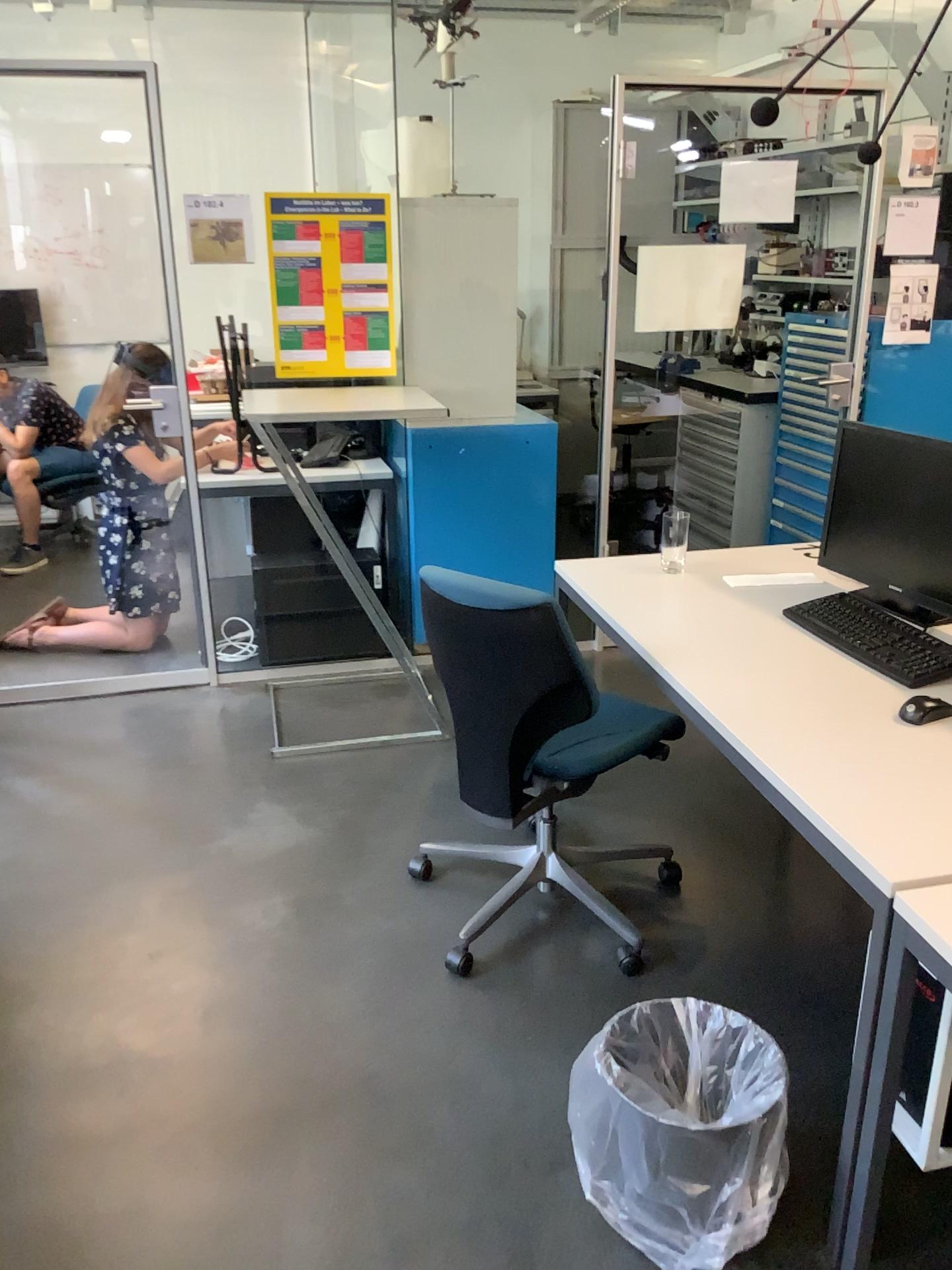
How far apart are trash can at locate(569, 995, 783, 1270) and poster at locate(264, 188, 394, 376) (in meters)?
2.53

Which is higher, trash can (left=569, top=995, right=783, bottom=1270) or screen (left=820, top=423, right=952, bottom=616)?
screen (left=820, top=423, right=952, bottom=616)

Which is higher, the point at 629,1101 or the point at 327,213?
the point at 327,213

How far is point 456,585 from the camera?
2.10m

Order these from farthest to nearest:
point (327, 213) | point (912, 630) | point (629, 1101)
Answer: point (327, 213), point (912, 630), point (629, 1101)

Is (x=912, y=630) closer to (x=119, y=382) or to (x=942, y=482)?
(x=942, y=482)

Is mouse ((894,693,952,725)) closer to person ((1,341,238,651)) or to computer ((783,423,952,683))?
computer ((783,423,952,683))

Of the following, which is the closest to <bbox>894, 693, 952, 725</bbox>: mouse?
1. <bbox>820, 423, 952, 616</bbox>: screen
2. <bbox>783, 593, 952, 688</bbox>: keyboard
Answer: <bbox>783, 593, 952, 688</bbox>: keyboard

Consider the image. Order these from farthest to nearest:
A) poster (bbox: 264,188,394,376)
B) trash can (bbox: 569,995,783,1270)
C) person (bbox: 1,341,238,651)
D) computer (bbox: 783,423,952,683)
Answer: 1. person (bbox: 1,341,238,651)
2. poster (bbox: 264,188,394,376)
3. computer (bbox: 783,423,952,683)
4. trash can (bbox: 569,995,783,1270)

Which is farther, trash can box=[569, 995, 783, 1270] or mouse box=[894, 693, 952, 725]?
mouse box=[894, 693, 952, 725]
